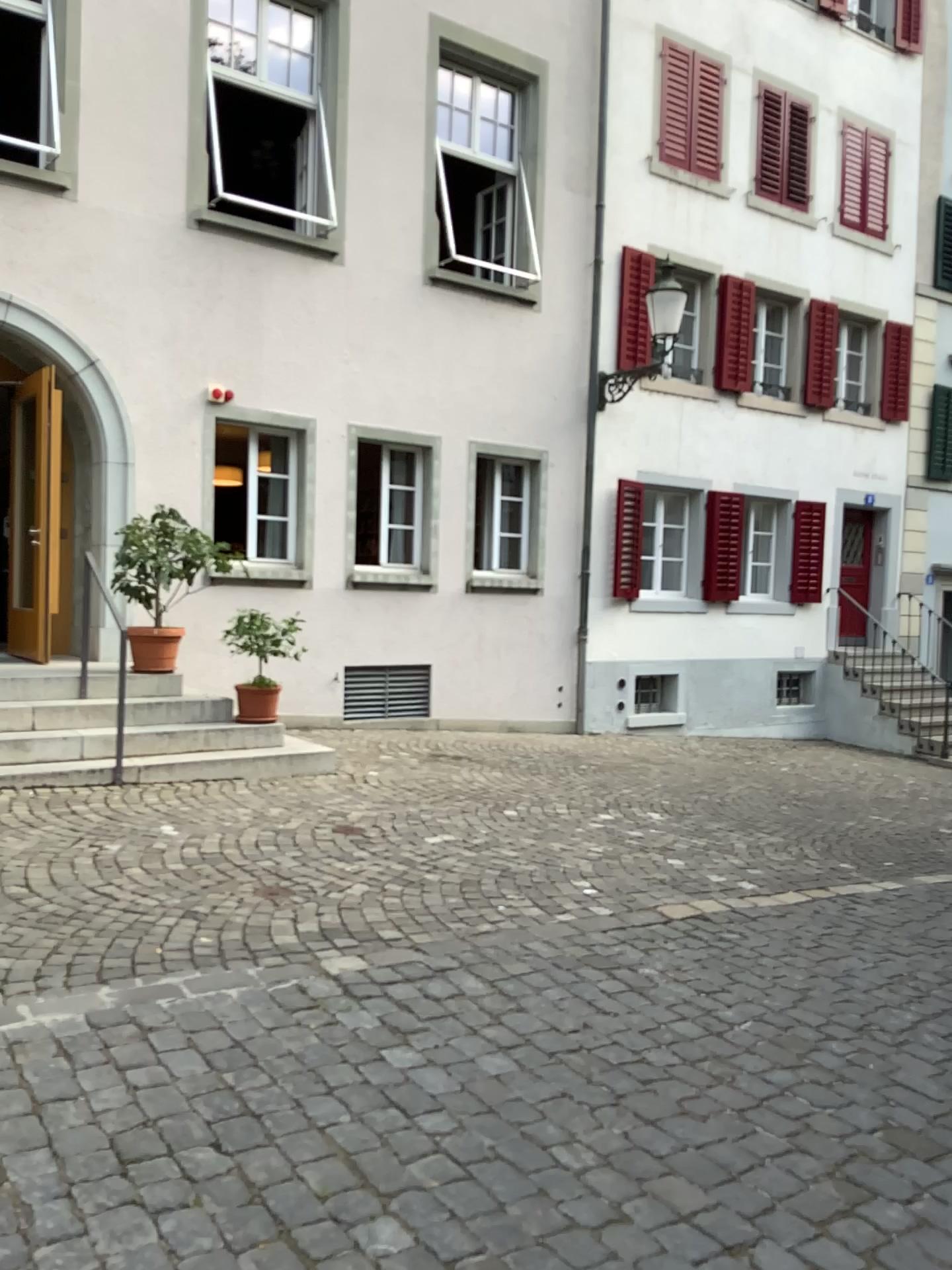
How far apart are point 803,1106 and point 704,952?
1.4m
